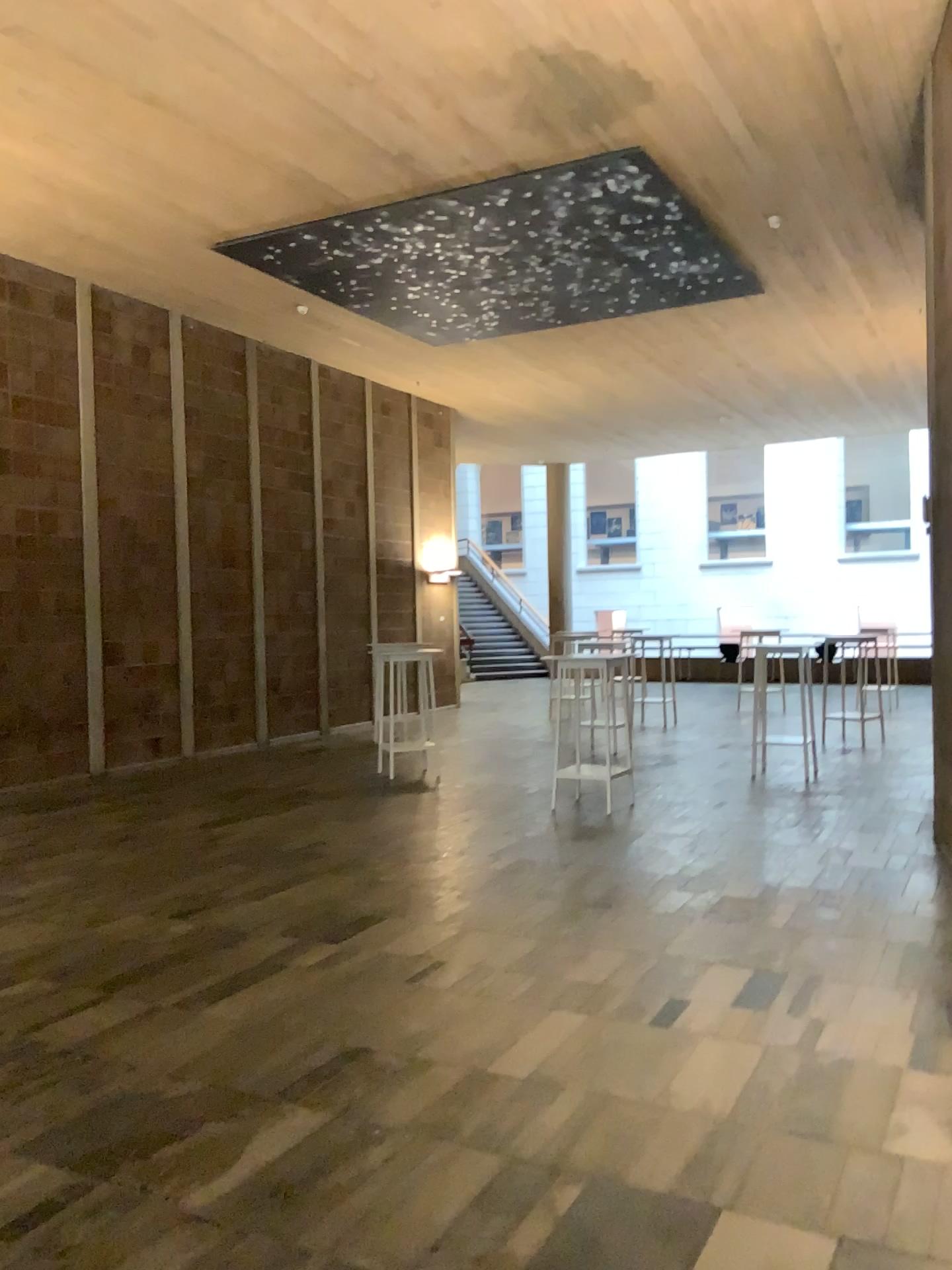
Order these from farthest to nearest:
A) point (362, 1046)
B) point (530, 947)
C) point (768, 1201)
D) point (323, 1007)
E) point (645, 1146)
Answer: point (530, 947) → point (323, 1007) → point (362, 1046) → point (645, 1146) → point (768, 1201)
